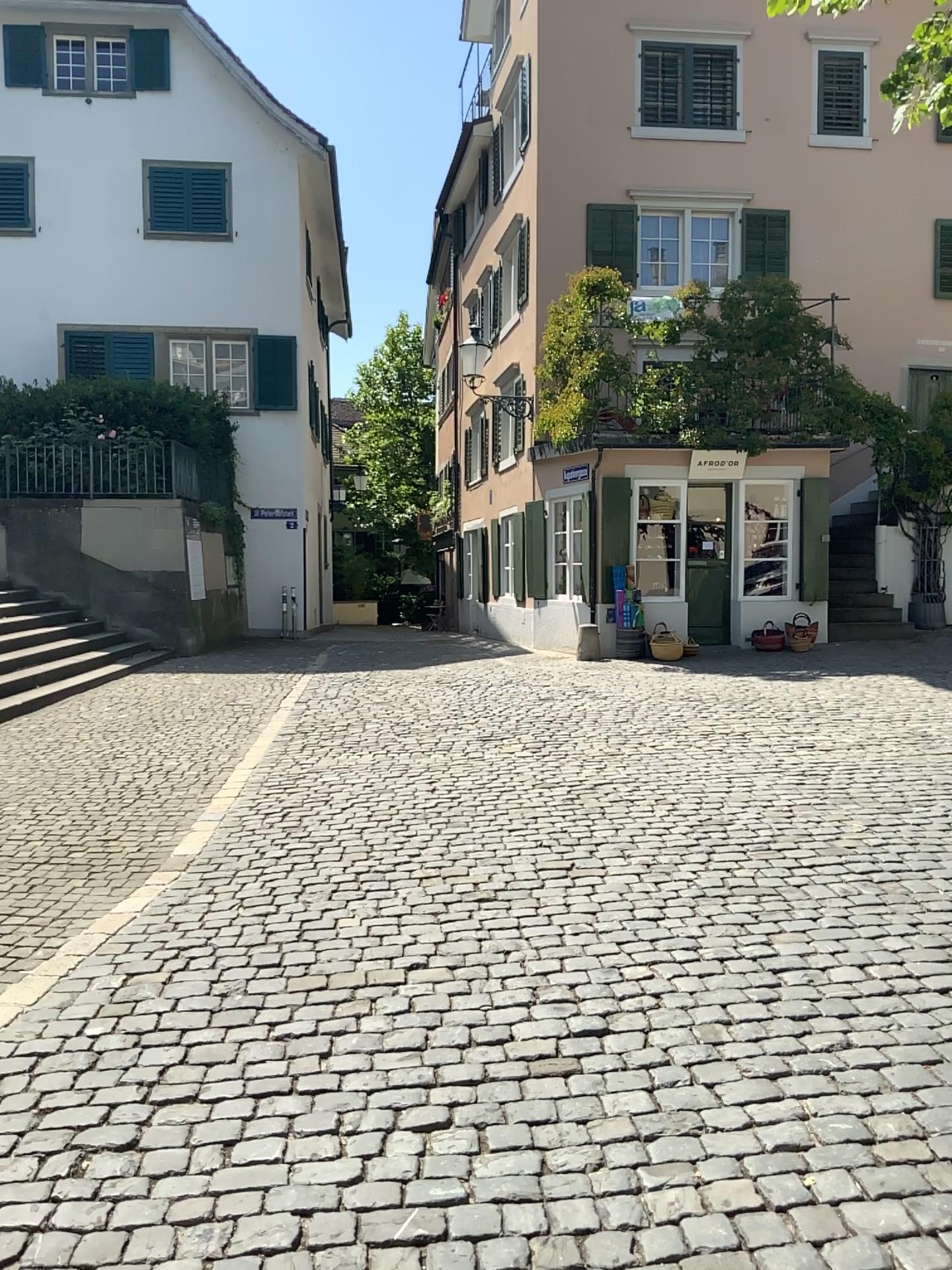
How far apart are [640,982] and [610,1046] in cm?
53
